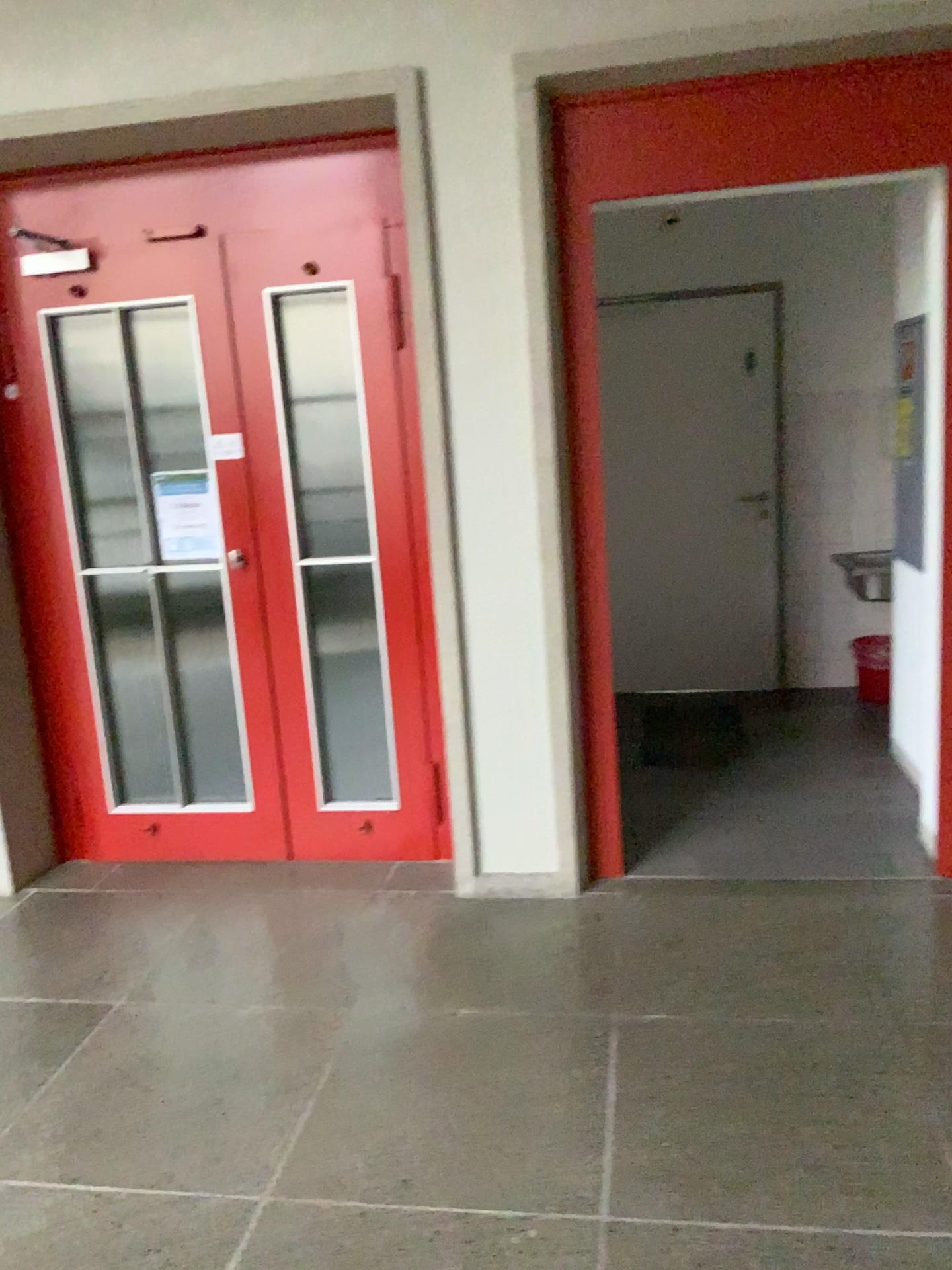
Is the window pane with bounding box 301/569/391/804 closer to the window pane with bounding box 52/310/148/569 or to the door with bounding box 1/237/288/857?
the door with bounding box 1/237/288/857

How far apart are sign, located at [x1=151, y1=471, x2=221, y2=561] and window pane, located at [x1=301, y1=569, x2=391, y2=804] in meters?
0.4 m

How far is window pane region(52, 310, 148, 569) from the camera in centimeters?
349cm

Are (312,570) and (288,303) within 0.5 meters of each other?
no

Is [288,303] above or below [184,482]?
above

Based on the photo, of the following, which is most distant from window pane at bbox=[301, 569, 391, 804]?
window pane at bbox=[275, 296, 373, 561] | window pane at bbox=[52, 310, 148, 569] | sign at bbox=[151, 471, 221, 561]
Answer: window pane at bbox=[52, 310, 148, 569]

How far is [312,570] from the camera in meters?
3.6

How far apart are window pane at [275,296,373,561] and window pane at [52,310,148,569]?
0.58m

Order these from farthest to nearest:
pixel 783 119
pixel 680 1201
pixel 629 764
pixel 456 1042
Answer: pixel 629 764 < pixel 783 119 < pixel 456 1042 < pixel 680 1201

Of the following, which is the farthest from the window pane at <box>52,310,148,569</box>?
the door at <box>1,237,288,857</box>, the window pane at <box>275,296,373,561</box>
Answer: the window pane at <box>275,296,373,561</box>
